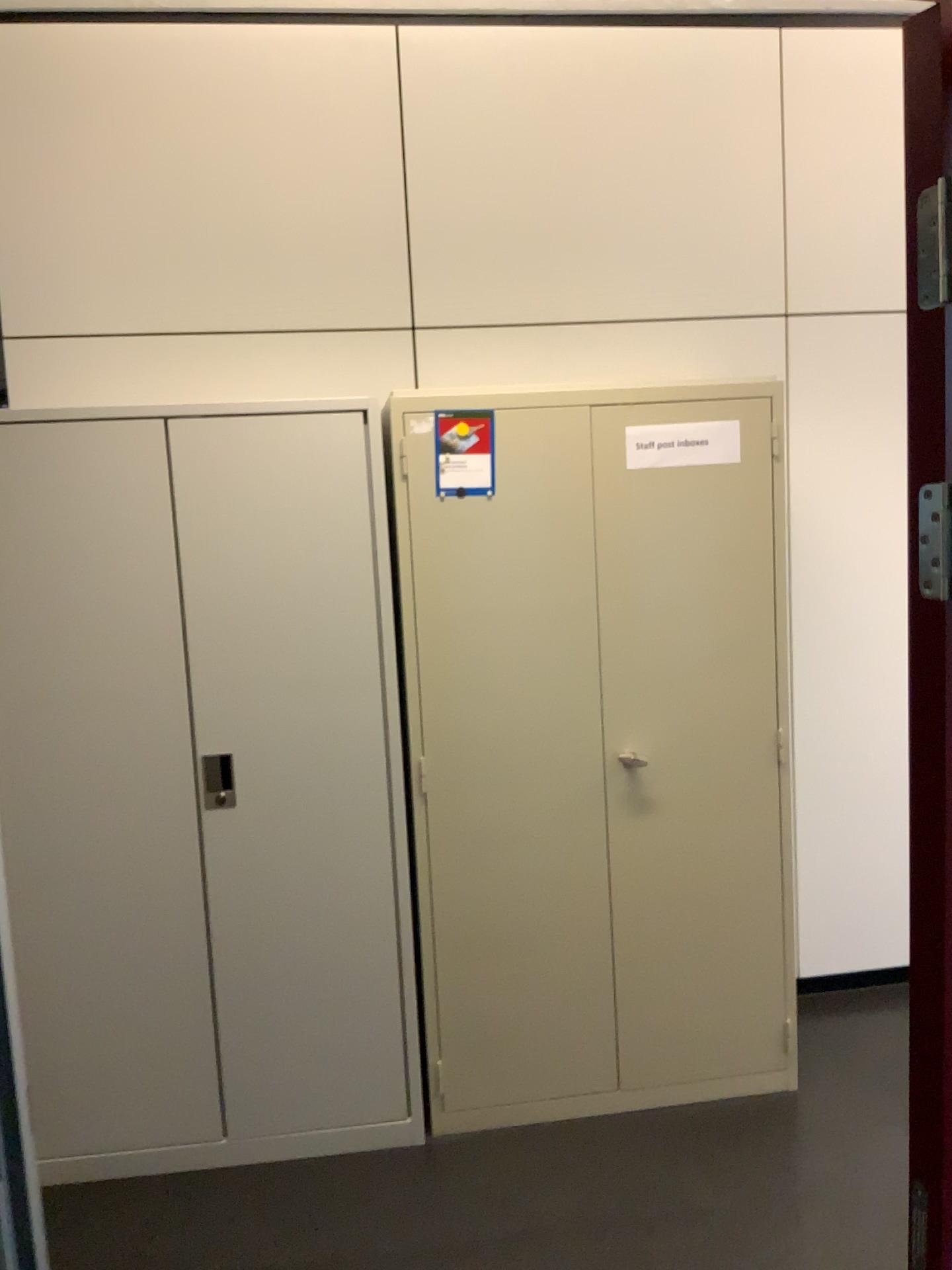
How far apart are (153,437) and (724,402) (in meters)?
1.40

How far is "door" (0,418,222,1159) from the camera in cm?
248

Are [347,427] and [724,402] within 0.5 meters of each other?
no

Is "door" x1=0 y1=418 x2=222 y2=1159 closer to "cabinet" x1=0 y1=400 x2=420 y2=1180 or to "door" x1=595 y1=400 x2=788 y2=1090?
"cabinet" x1=0 y1=400 x2=420 y2=1180

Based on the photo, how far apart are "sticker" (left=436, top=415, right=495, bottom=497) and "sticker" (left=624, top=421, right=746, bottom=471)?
0.4 meters

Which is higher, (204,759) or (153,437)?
(153,437)

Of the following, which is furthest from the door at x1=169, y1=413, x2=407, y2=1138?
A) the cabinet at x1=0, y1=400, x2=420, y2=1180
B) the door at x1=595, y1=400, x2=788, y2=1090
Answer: the door at x1=595, y1=400, x2=788, y2=1090

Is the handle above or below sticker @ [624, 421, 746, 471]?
below

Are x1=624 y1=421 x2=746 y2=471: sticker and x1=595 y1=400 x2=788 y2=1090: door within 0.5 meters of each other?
yes

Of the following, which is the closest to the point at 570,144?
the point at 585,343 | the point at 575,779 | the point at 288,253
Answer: the point at 585,343
